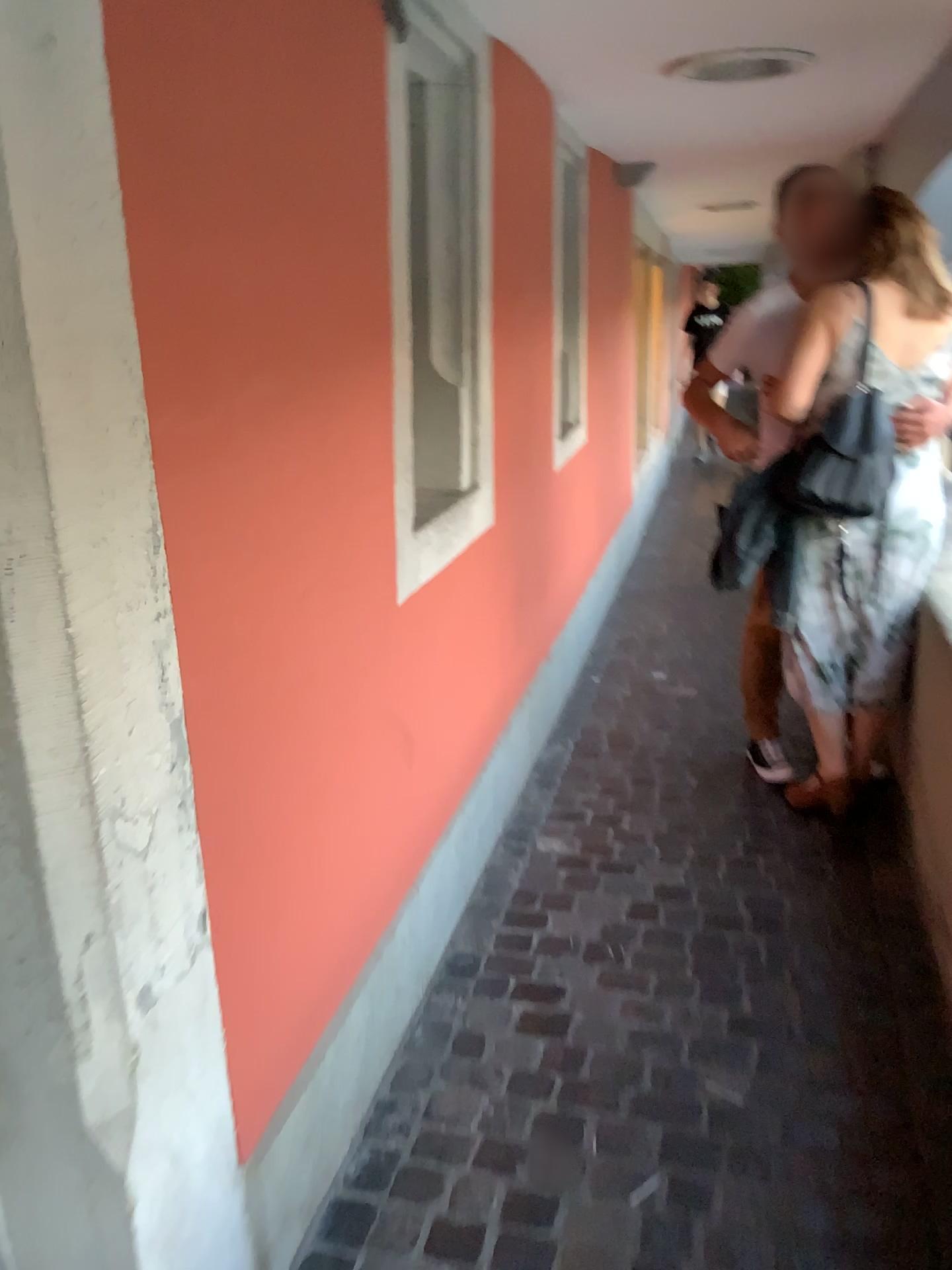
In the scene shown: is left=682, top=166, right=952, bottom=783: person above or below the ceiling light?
below

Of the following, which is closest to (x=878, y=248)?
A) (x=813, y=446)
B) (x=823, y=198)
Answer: (x=823, y=198)

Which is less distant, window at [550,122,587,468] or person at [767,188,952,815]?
person at [767,188,952,815]

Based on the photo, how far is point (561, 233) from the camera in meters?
3.9

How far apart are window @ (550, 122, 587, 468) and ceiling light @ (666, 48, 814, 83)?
0.9m

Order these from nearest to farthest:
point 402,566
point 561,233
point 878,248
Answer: point 402,566 < point 878,248 < point 561,233

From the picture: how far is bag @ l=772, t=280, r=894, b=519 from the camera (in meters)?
2.71

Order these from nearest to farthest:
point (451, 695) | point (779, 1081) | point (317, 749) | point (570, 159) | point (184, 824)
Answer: point (184, 824)
point (317, 749)
point (779, 1081)
point (451, 695)
point (570, 159)

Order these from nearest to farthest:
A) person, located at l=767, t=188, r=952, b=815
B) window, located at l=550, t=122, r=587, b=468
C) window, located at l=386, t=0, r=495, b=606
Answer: window, located at l=386, t=0, r=495, b=606 → person, located at l=767, t=188, r=952, b=815 → window, located at l=550, t=122, r=587, b=468

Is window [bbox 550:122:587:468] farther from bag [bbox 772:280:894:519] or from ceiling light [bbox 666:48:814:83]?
bag [bbox 772:280:894:519]
